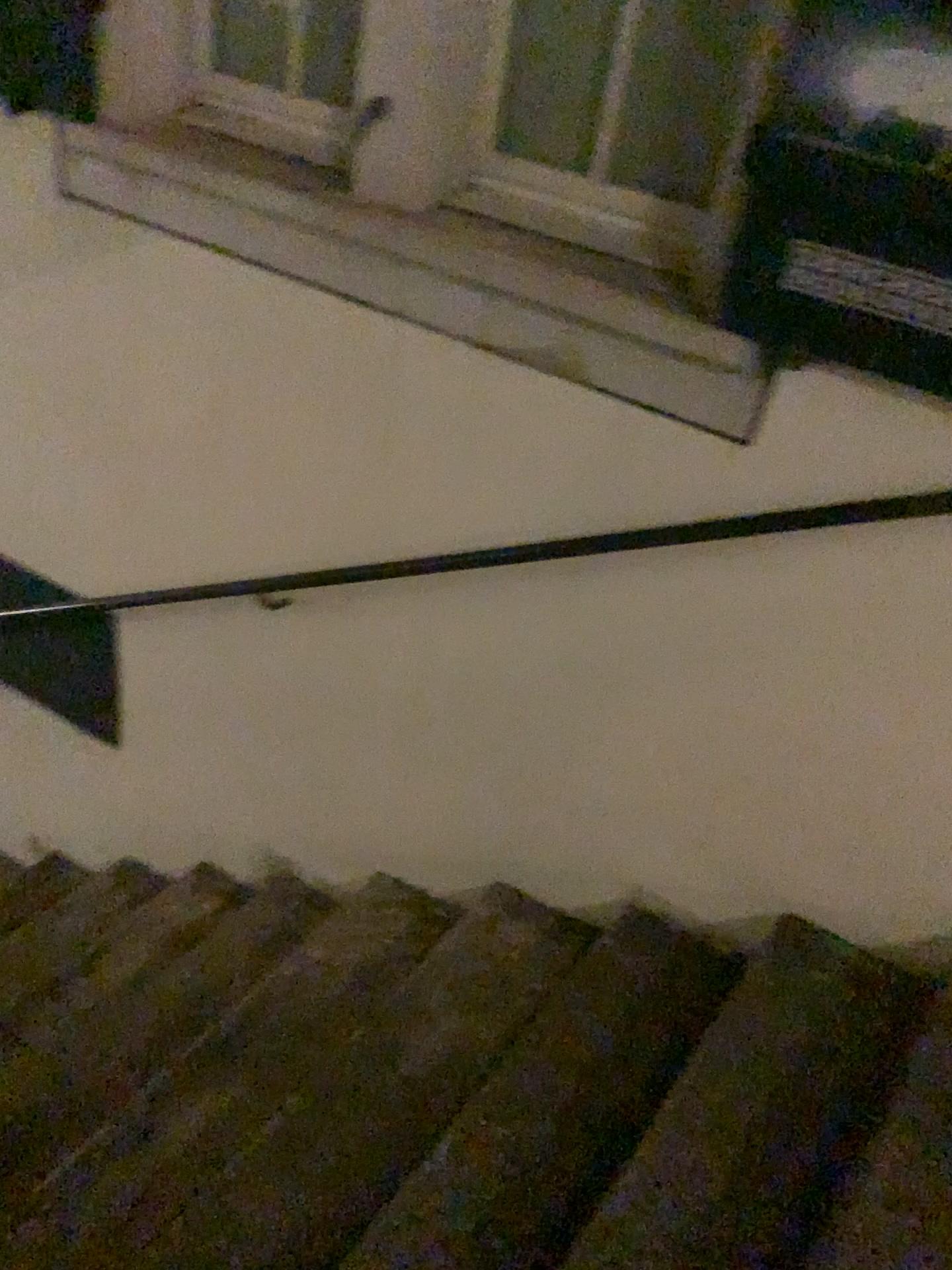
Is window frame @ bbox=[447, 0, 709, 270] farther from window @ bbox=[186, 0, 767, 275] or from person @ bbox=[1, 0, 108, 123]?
person @ bbox=[1, 0, 108, 123]

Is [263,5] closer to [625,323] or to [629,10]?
[629,10]

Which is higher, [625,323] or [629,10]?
[629,10]

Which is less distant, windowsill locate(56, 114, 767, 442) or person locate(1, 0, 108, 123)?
windowsill locate(56, 114, 767, 442)

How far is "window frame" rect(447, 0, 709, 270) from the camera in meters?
1.8

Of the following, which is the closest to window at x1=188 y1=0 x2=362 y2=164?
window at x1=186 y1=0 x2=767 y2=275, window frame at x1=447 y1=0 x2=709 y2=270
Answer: window at x1=186 y1=0 x2=767 y2=275

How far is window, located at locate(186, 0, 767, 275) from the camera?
1.77m

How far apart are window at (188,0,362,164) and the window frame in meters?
0.4

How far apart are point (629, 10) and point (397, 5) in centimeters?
40cm

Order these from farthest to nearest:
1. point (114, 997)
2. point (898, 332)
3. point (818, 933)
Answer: point (114, 997) → point (818, 933) → point (898, 332)
